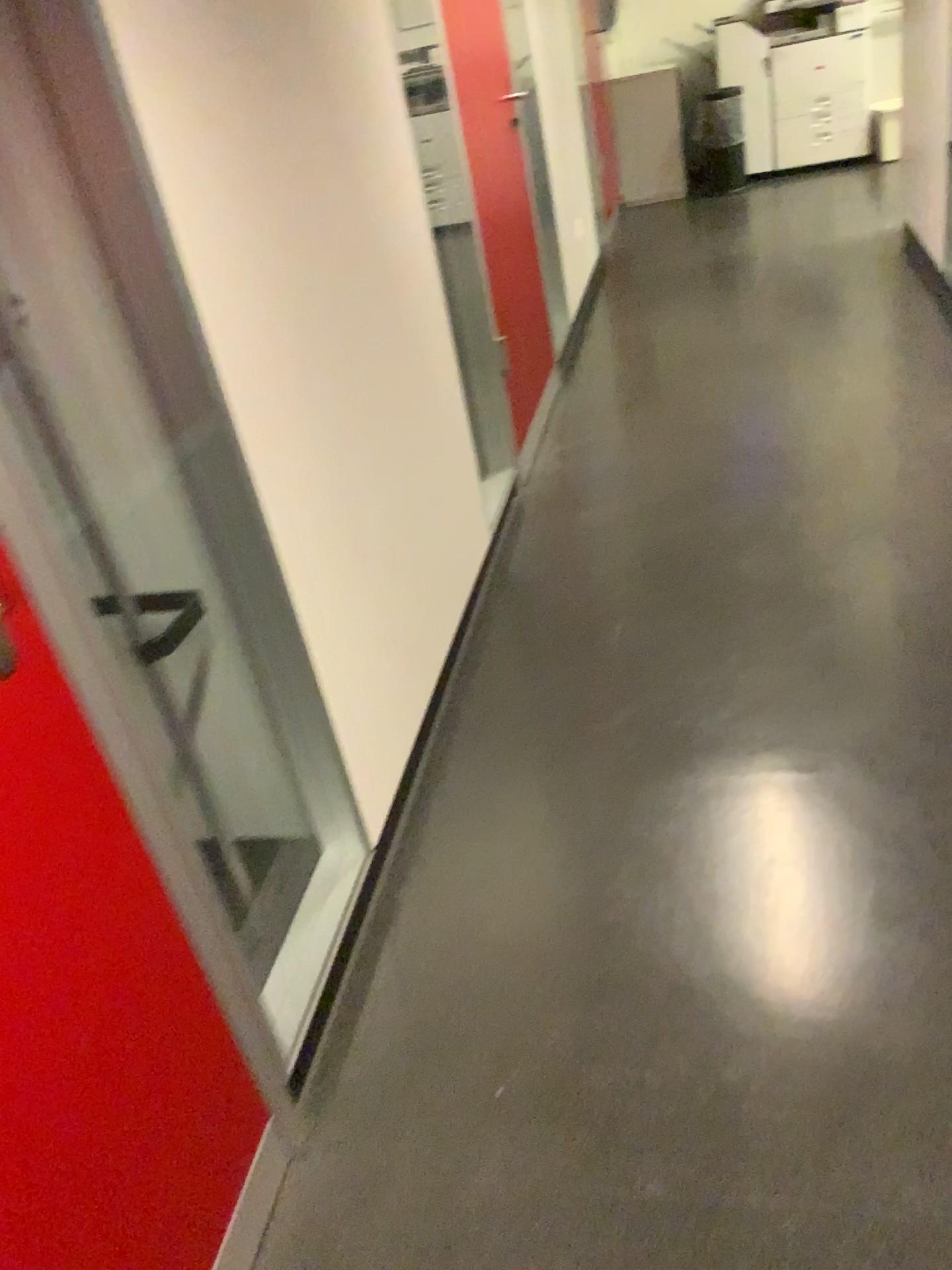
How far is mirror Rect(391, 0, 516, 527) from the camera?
3.0m

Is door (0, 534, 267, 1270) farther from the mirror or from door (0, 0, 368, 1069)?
the mirror

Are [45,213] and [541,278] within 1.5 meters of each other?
no

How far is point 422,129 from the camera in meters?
3.0 m

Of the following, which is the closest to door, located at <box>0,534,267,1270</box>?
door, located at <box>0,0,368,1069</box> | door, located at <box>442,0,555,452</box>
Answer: door, located at <box>0,0,368,1069</box>

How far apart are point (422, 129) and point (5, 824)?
2.5 meters

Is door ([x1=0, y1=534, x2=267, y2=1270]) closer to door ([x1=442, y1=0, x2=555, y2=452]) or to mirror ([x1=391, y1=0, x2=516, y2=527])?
mirror ([x1=391, y1=0, x2=516, y2=527])

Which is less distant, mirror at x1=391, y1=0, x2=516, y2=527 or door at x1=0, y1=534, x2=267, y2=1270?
door at x1=0, y1=534, x2=267, y2=1270

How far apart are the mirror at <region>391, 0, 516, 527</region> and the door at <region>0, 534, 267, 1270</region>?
2.09m

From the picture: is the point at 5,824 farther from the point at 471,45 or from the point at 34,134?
the point at 471,45
